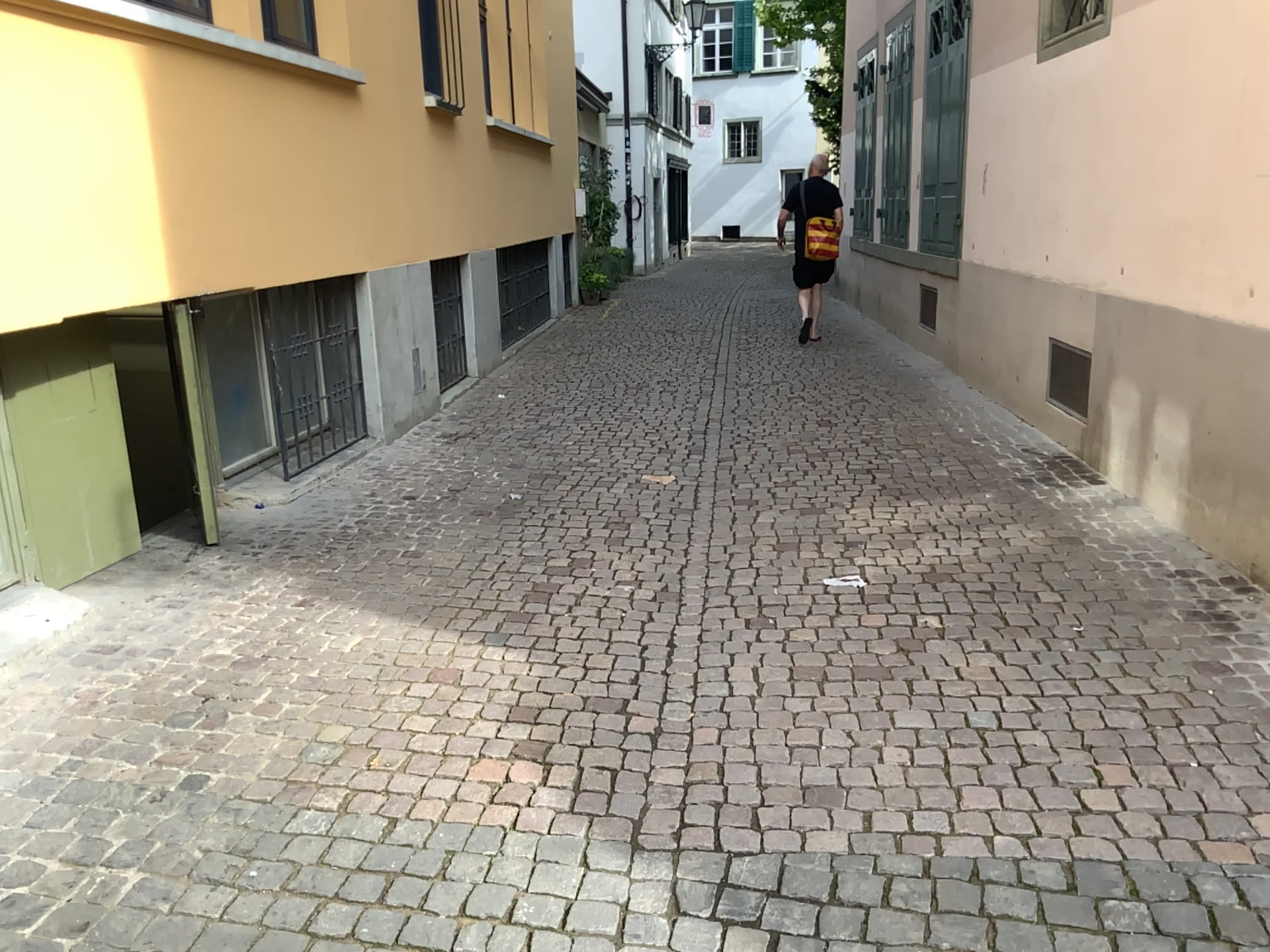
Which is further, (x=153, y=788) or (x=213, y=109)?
(x=213, y=109)
